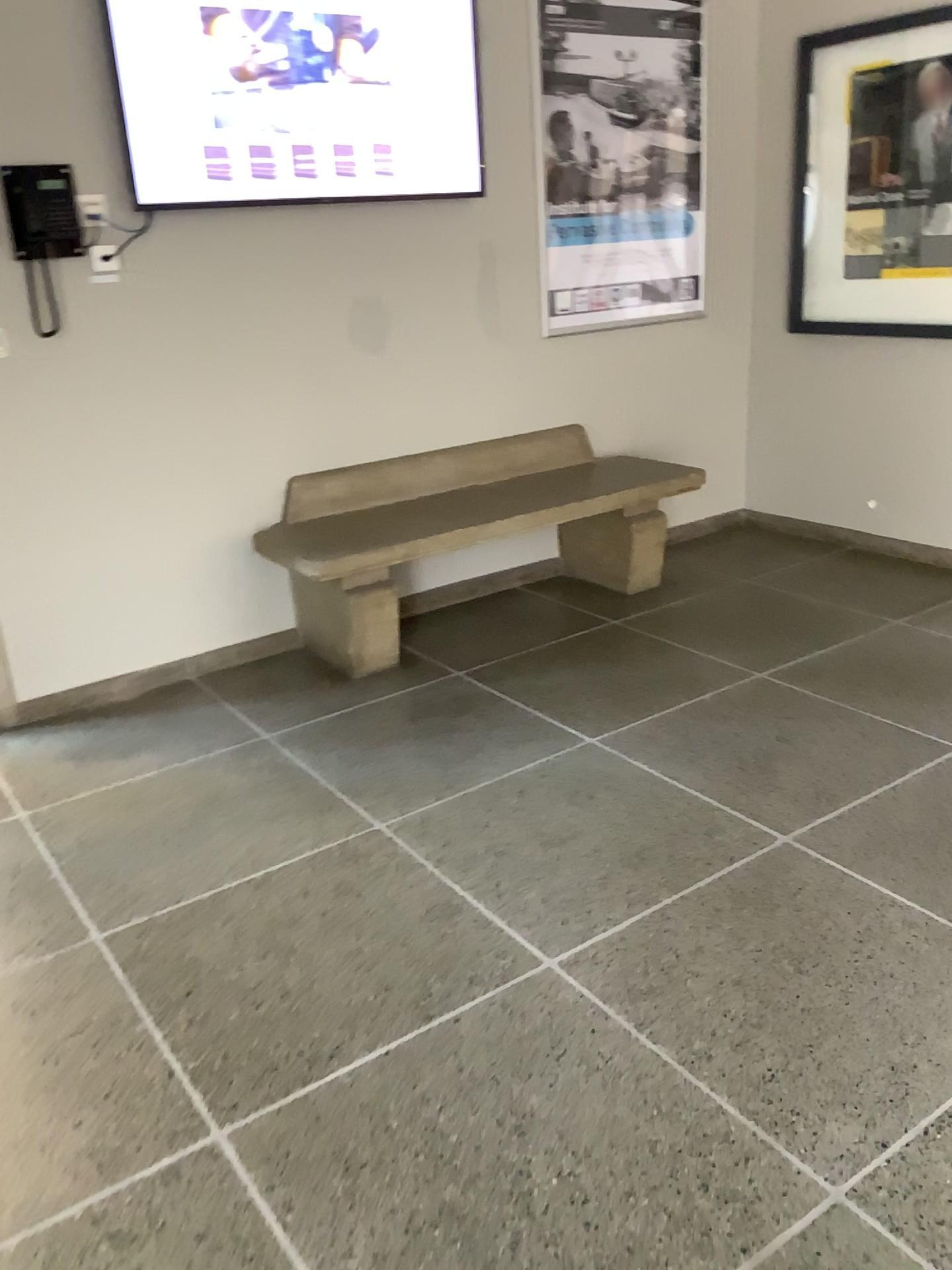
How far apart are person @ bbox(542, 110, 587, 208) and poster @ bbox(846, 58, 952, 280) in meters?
1.1

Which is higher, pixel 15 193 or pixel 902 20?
pixel 902 20

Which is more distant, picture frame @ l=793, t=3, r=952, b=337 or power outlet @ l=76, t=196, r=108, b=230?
picture frame @ l=793, t=3, r=952, b=337

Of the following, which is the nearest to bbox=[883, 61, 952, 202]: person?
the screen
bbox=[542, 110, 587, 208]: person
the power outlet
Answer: bbox=[542, 110, 587, 208]: person

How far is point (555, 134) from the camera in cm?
397

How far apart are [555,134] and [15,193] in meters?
2.0

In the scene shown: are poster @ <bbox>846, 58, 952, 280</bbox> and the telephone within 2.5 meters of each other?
no

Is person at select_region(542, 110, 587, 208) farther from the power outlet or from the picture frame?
the power outlet

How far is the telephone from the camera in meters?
3.0 m

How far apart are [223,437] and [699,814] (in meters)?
2.00
